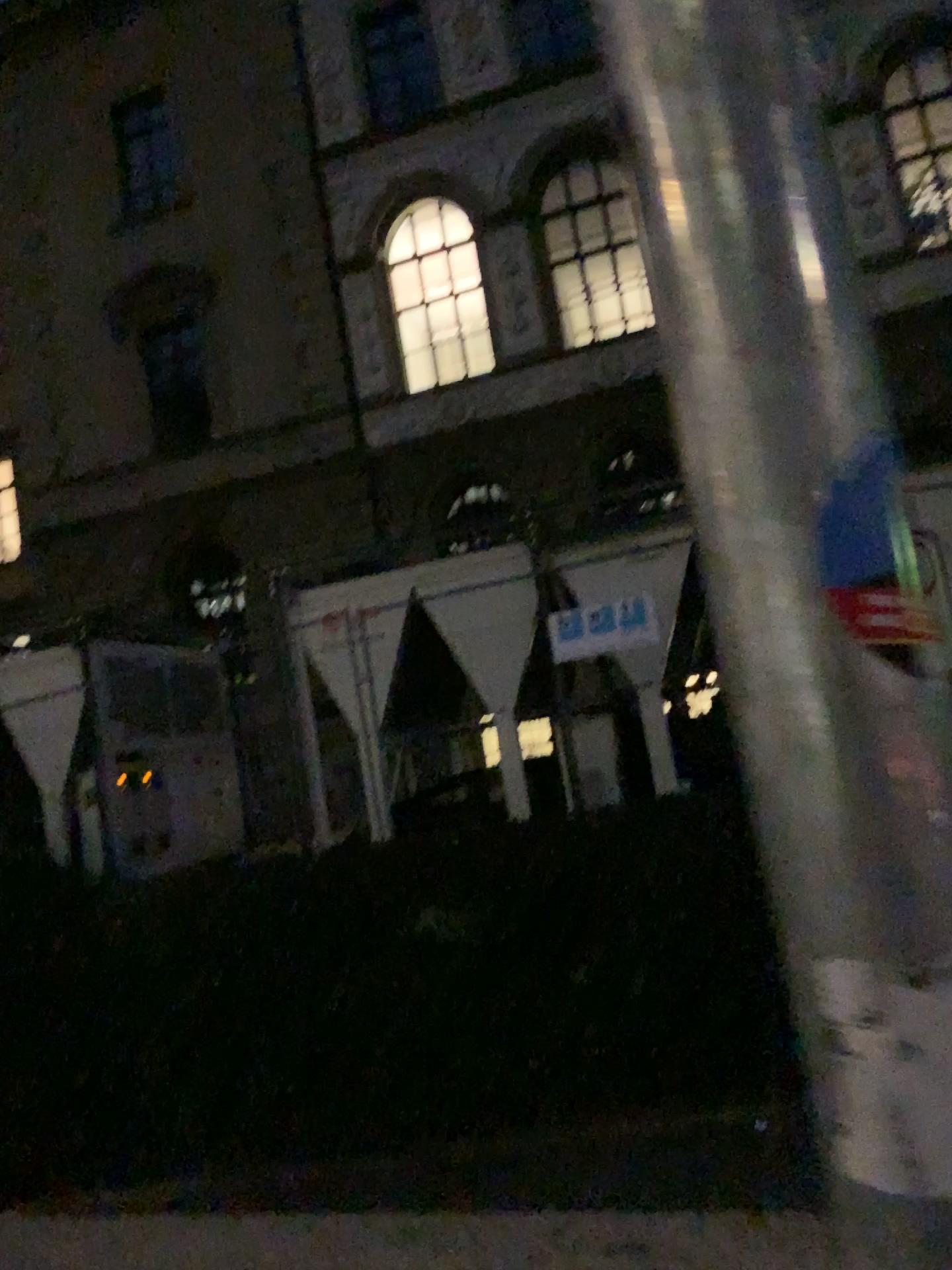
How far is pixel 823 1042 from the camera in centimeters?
36cm

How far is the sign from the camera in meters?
0.4 m

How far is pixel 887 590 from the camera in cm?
35

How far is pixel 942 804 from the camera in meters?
0.3

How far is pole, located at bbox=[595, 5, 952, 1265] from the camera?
0.3m
